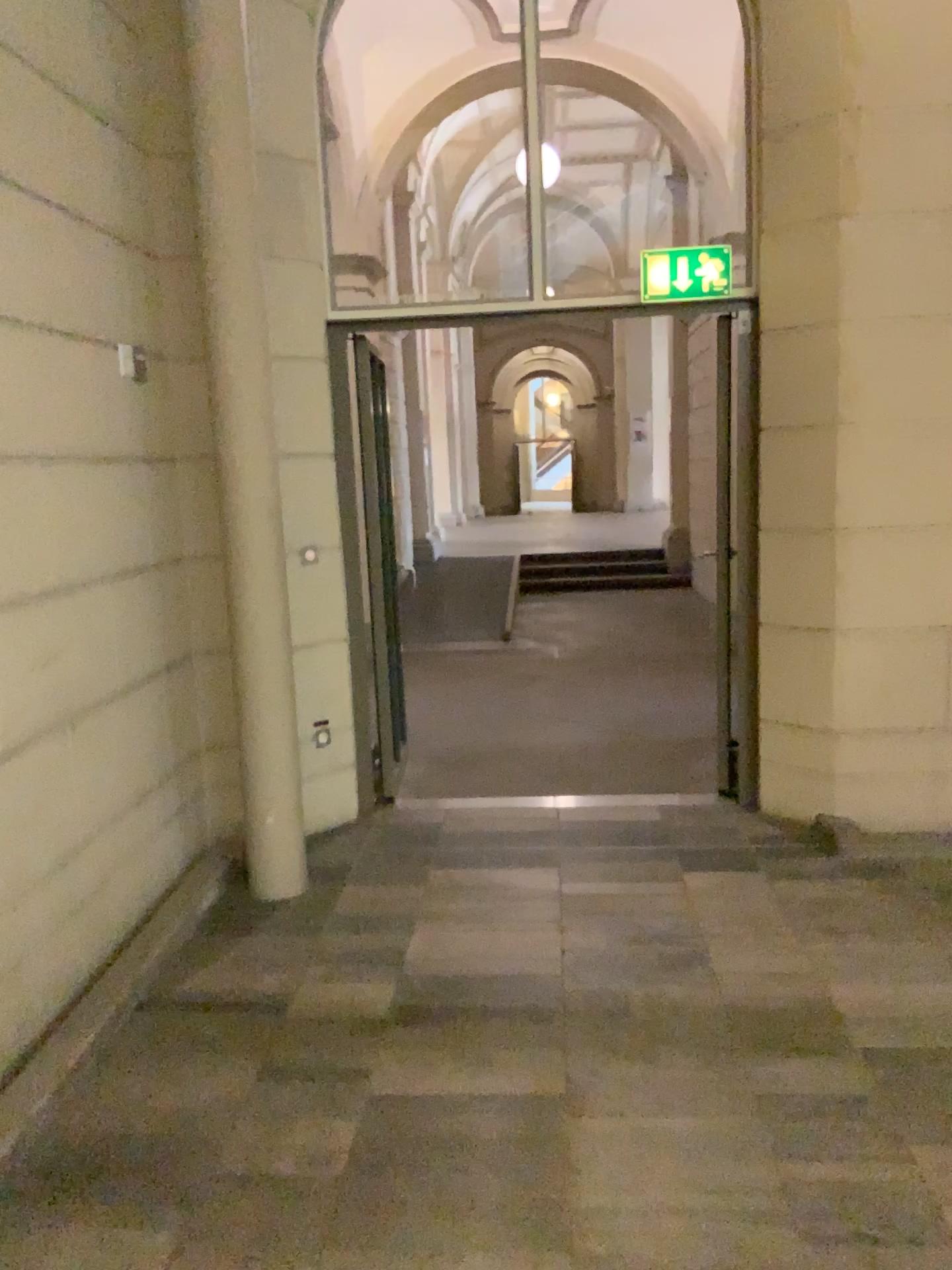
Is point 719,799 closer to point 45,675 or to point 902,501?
point 902,501

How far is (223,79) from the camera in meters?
3.6

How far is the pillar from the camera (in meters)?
3.58
